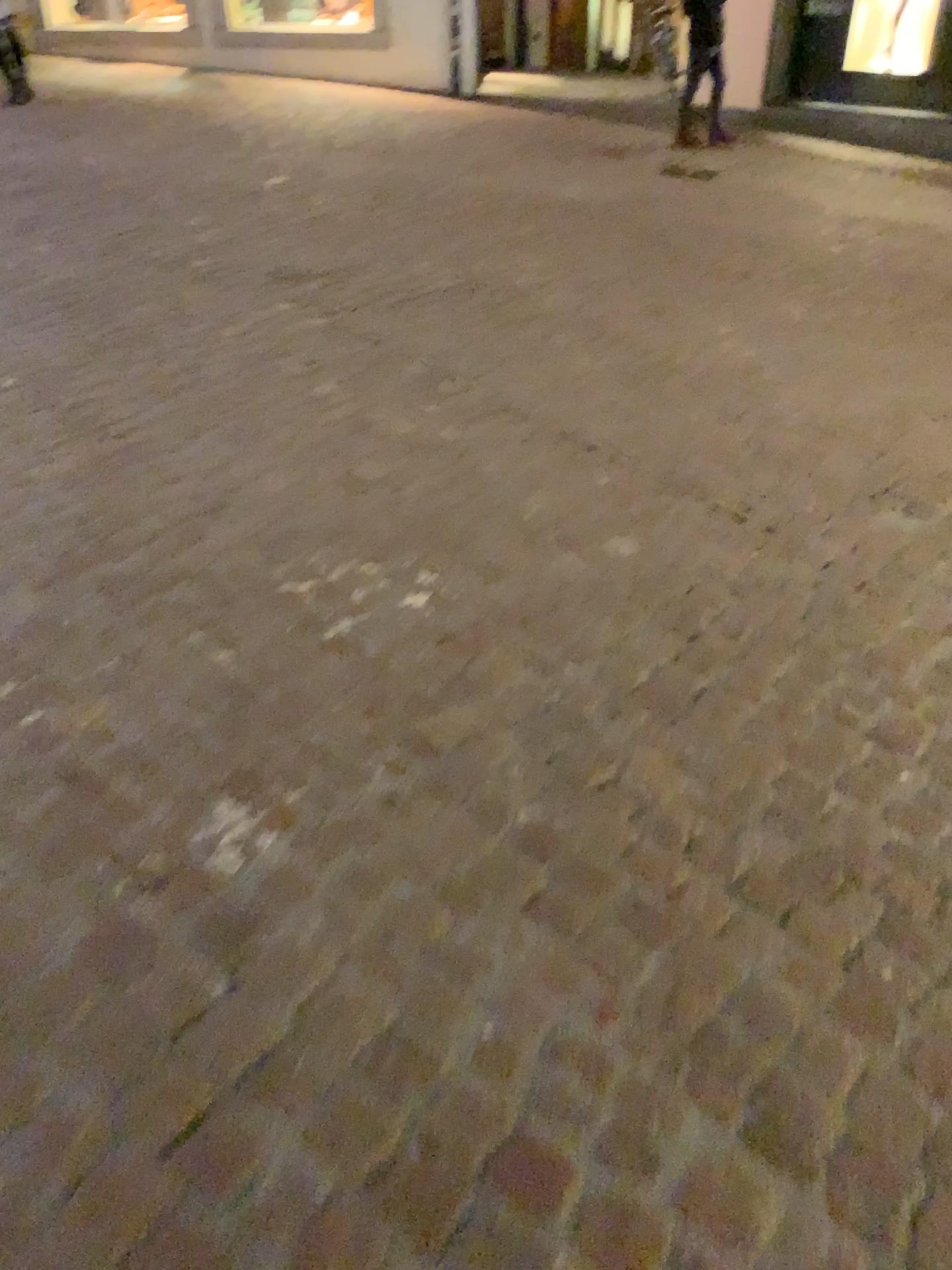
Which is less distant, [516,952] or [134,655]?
[516,952]
